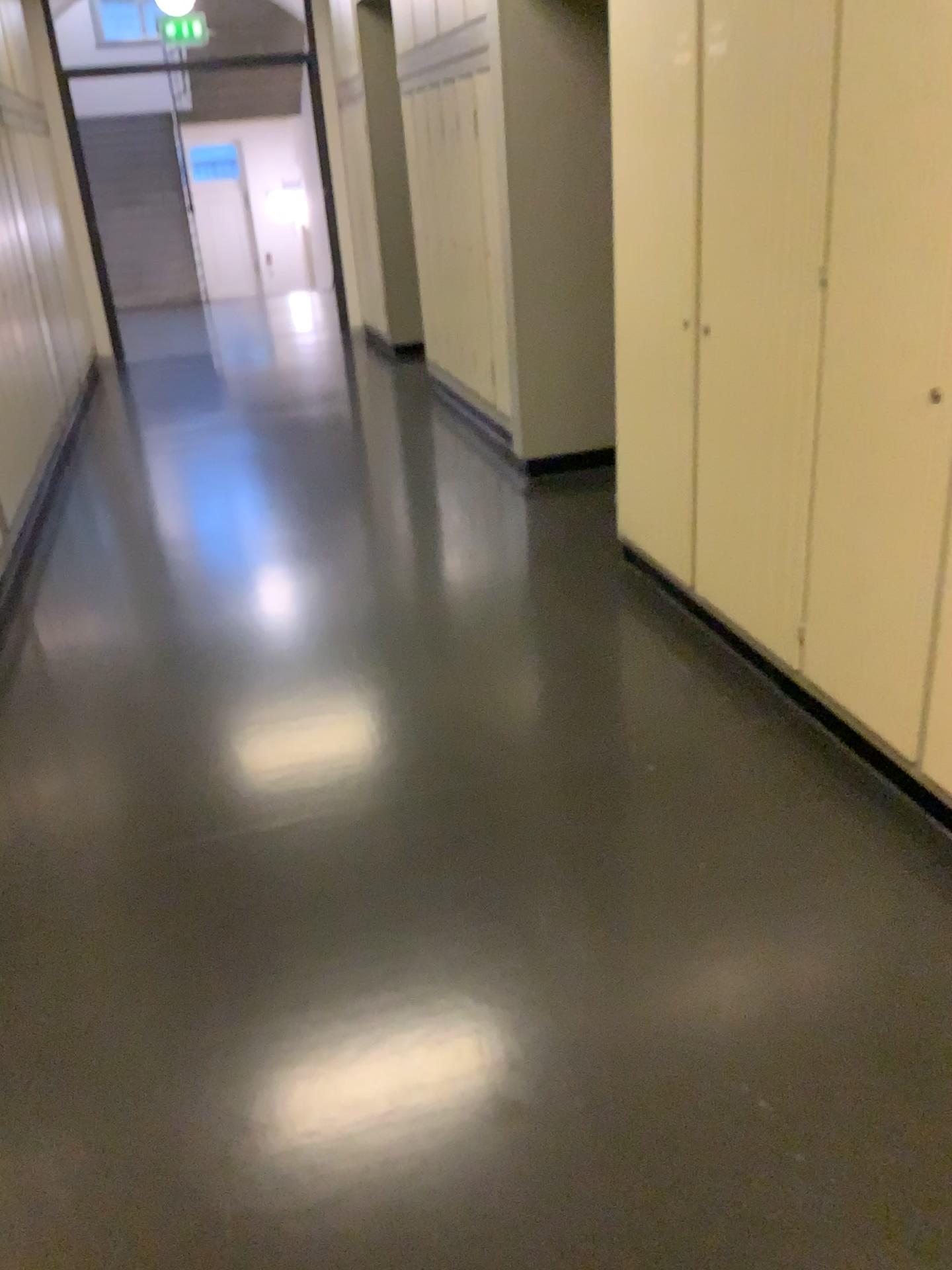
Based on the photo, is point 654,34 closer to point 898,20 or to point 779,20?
point 779,20

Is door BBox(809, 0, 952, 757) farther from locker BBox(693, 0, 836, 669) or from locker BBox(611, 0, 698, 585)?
locker BBox(611, 0, 698, 585)

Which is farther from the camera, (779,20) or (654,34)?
(654,34)

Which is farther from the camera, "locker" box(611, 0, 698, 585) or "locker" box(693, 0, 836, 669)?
"locker" box(611, 0, 698, 585)

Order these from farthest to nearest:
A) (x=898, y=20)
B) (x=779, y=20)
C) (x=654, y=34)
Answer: (x=654, y=34) → (x=779, y=20) → (x=898, y=20)

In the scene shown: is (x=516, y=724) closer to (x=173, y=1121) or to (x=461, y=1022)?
(x=461, y=1022)

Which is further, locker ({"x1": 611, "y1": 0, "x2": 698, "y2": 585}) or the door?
locker ({"x1": 611, "y1": 0, "x2": 698, "y2": 585})

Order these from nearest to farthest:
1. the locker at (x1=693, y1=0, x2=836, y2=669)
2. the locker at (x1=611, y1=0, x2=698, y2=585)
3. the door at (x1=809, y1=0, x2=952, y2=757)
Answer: the door at (x1=809, y1=0, x2=952, y2=757)
the locker at (x1=693, y1=0, x2=836, y2=669)
the locker at (x1=611, y1=0, x2=698, y2=585)

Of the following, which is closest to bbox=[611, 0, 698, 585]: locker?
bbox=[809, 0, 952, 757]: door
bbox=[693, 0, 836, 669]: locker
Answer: bbox=[693, 0, 836, 669]: locker
